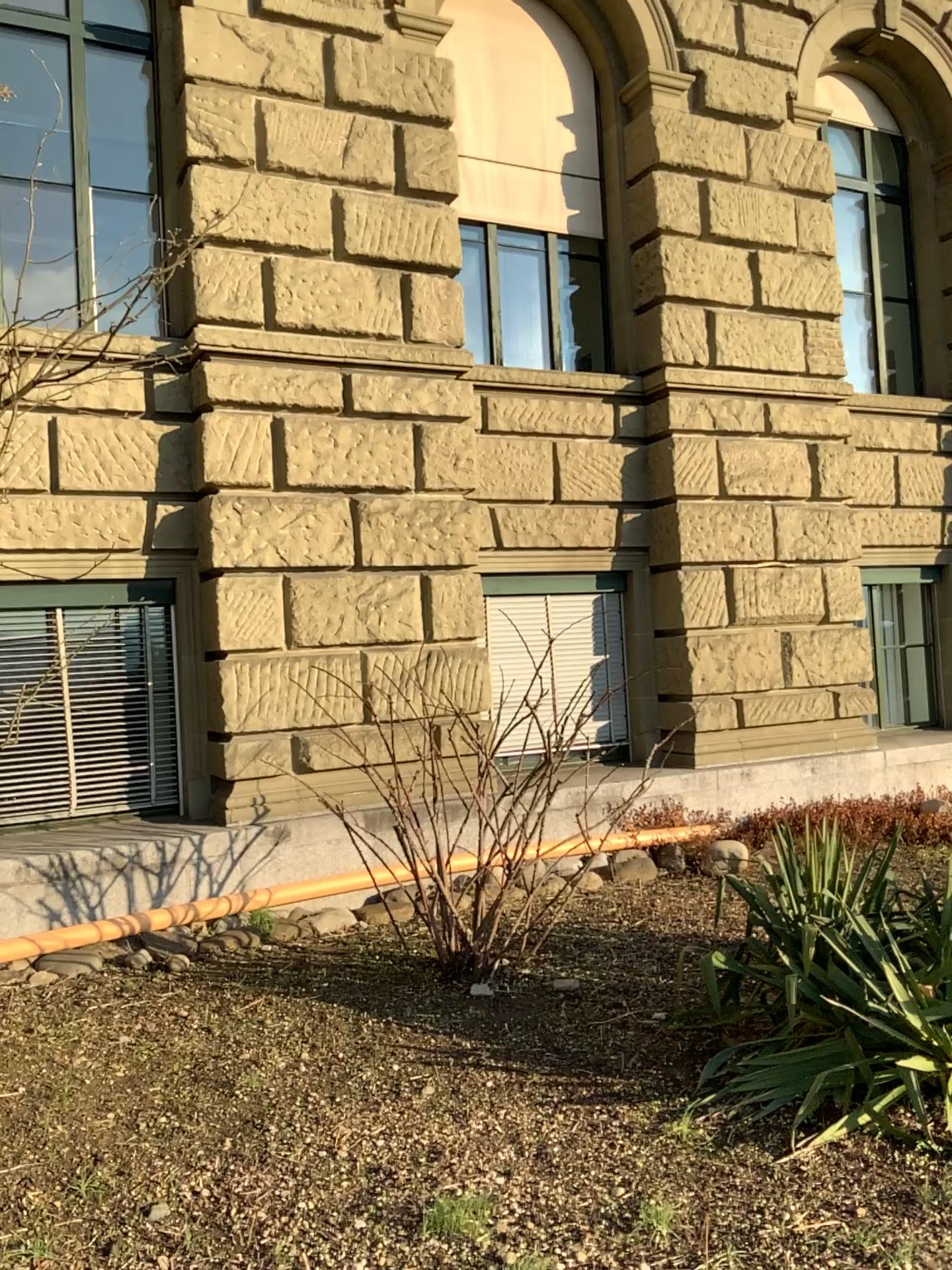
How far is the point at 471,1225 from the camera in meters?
2.8 m

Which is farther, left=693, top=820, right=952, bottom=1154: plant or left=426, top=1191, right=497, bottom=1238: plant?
left=693, top=820, right=952, bottom=1154: plant

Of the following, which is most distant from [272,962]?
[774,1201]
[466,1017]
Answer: [774,1201]

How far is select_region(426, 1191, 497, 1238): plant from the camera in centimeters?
276cm

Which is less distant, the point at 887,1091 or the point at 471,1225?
the point at 471,1225
